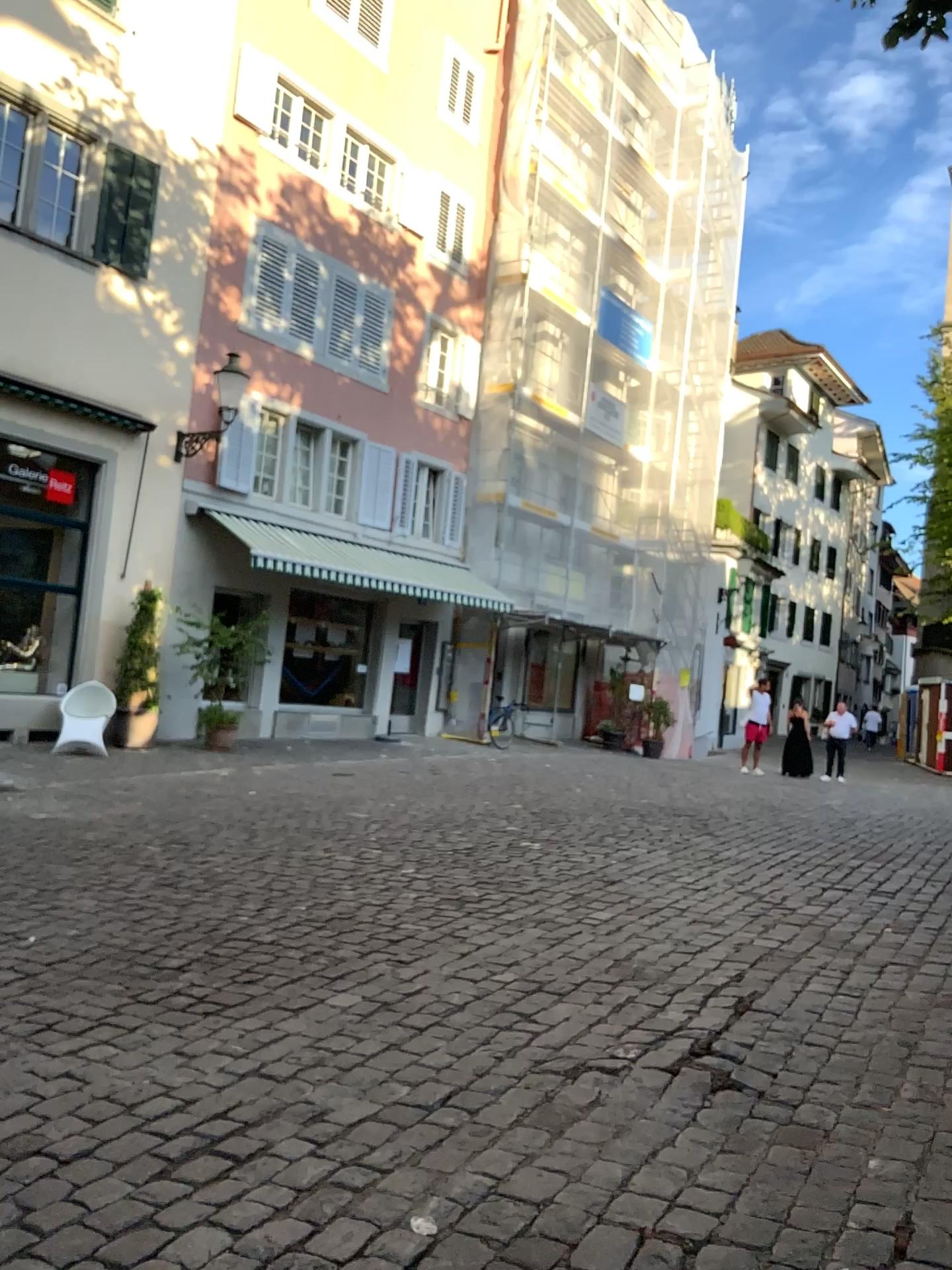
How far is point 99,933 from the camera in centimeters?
481cm
